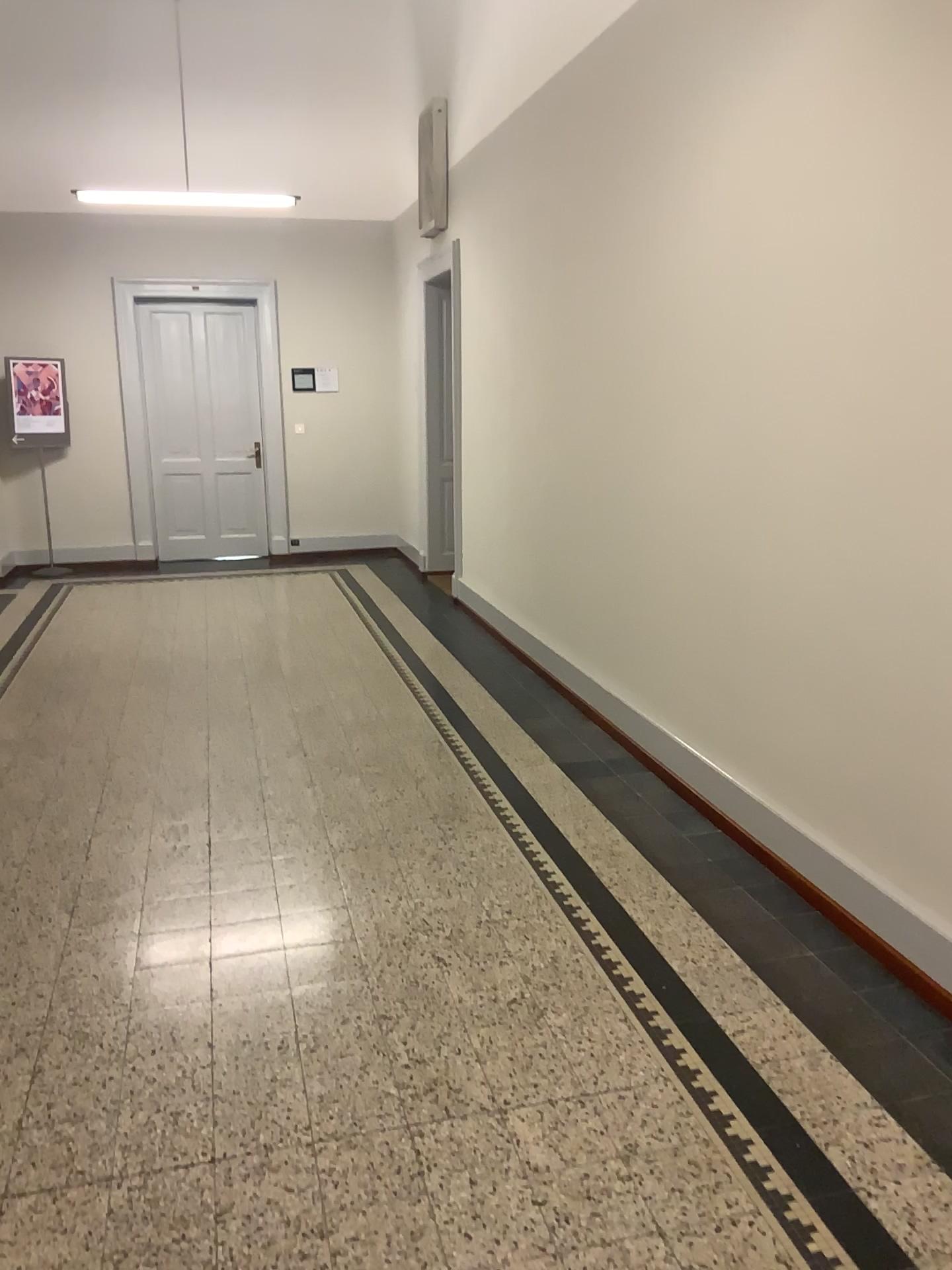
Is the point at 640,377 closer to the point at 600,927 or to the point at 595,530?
the point at 595,530
